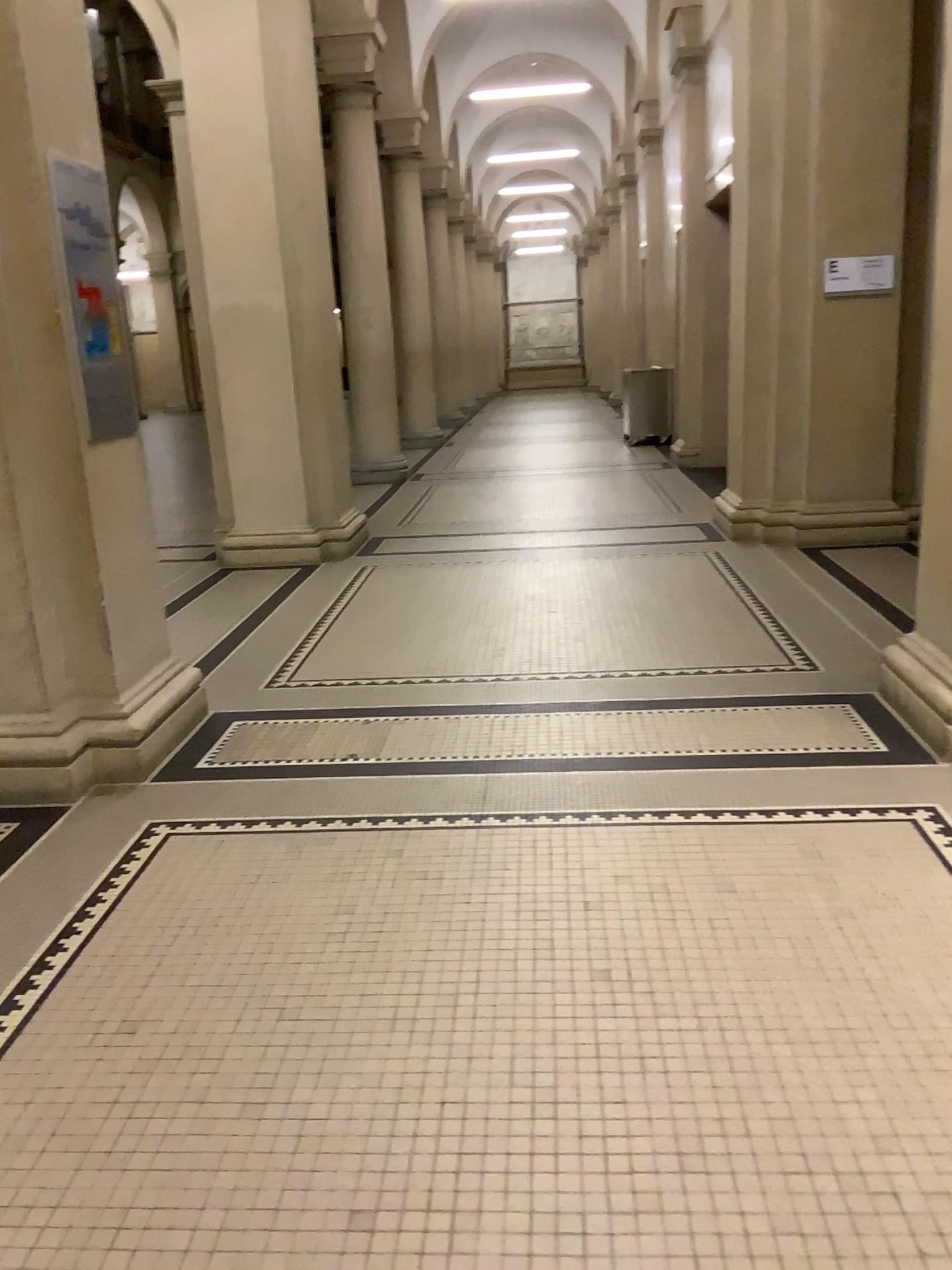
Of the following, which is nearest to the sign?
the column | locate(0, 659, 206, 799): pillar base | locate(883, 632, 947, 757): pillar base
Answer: the column

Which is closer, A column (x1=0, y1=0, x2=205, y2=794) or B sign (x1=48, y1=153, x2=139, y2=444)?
A column (x1=0, y1=0, x2=205, y2=794)

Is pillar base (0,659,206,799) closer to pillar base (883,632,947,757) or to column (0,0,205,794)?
column (0,0,205,794)

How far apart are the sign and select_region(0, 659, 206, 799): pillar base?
0.9m

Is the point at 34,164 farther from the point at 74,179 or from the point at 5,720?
the point at 5,720

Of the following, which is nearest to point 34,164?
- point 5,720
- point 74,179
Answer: point 74,179

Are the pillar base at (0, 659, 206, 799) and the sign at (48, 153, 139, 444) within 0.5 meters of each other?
no

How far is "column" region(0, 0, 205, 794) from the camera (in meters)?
3.33

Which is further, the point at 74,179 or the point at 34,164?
the point at 74,179

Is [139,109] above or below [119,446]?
above
